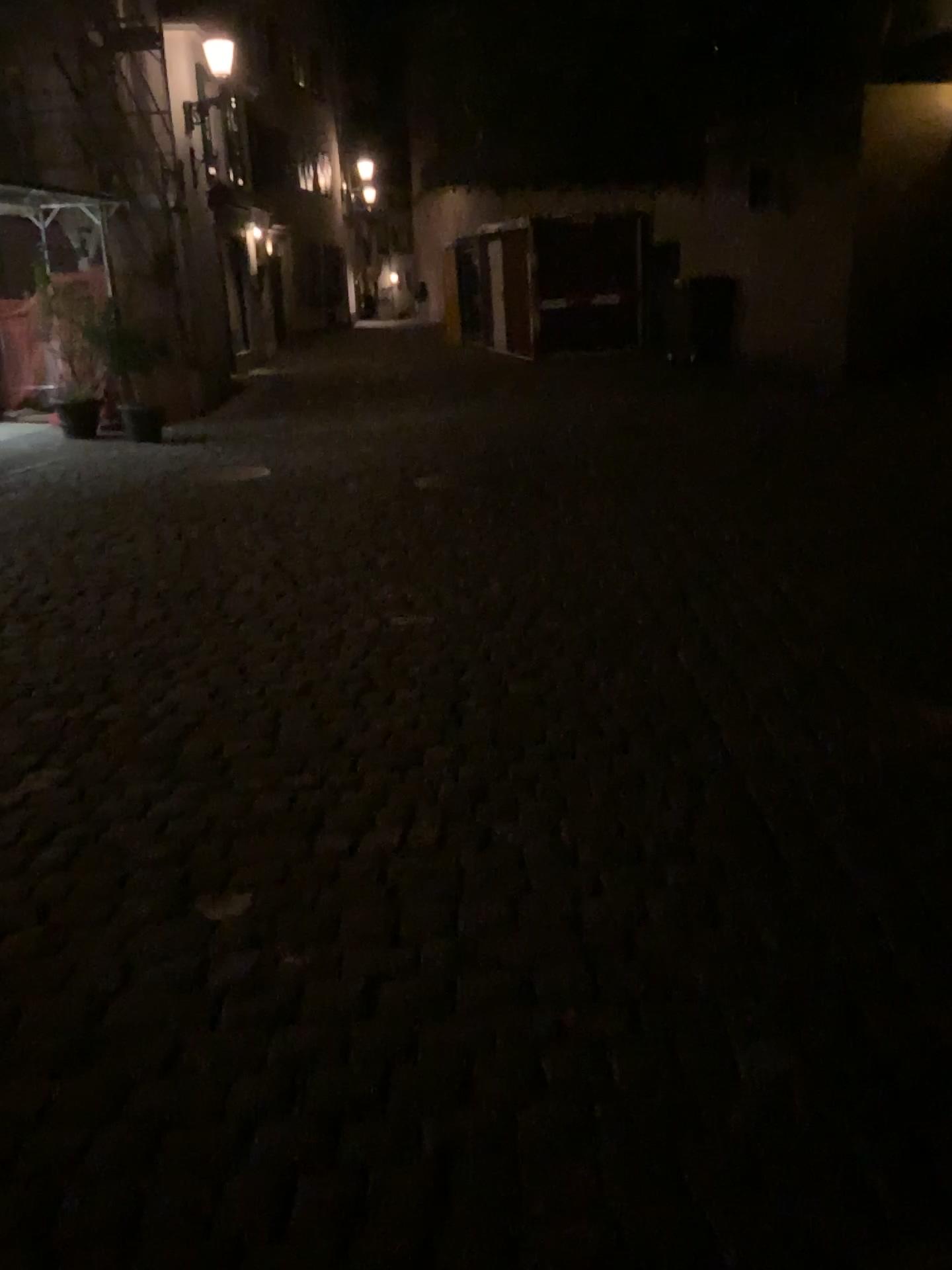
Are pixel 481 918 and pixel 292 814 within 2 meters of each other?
yes
